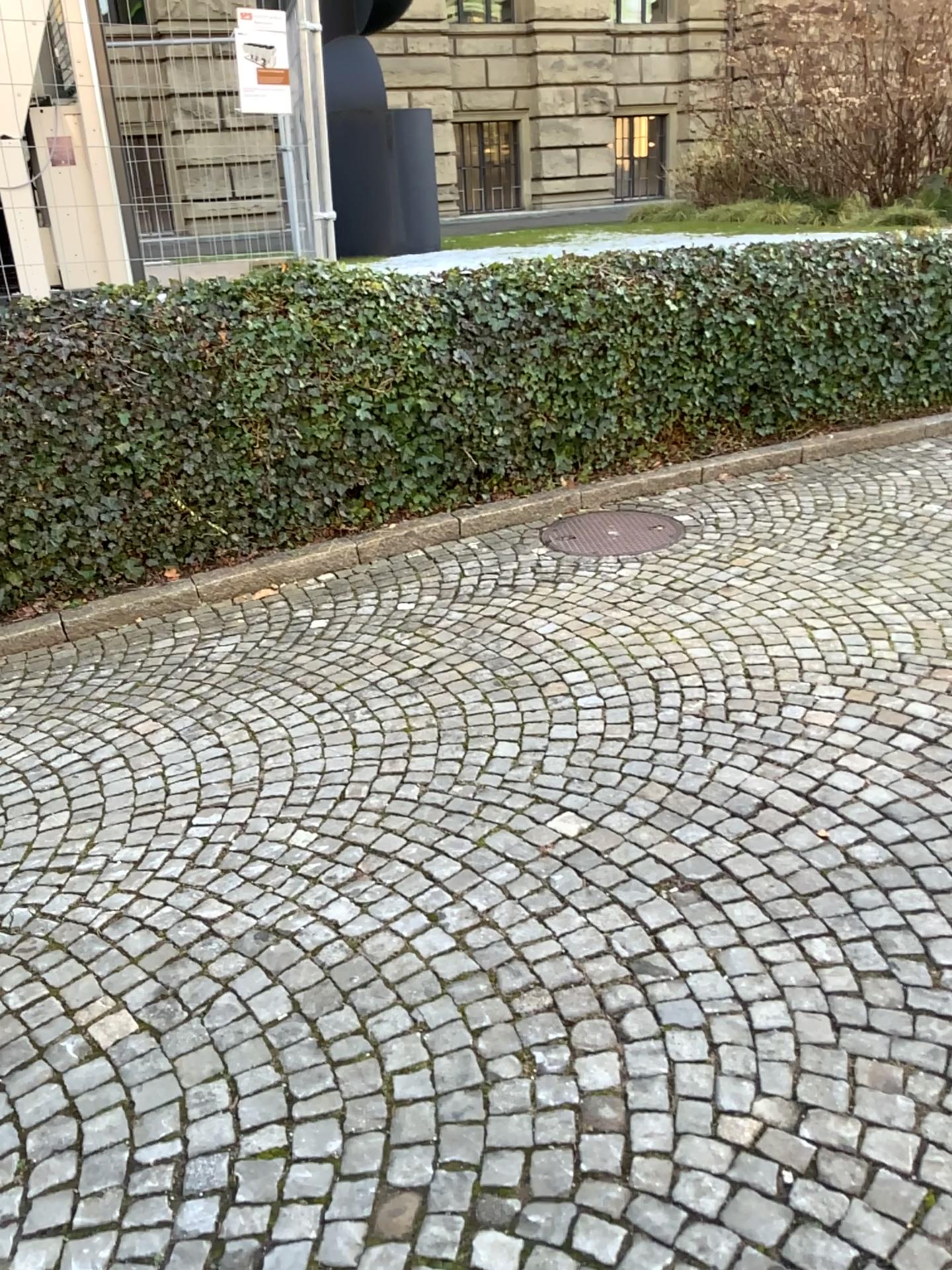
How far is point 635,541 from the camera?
5.3 meters

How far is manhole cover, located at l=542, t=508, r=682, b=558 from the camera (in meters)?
5.29

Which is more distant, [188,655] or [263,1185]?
[188,655]
